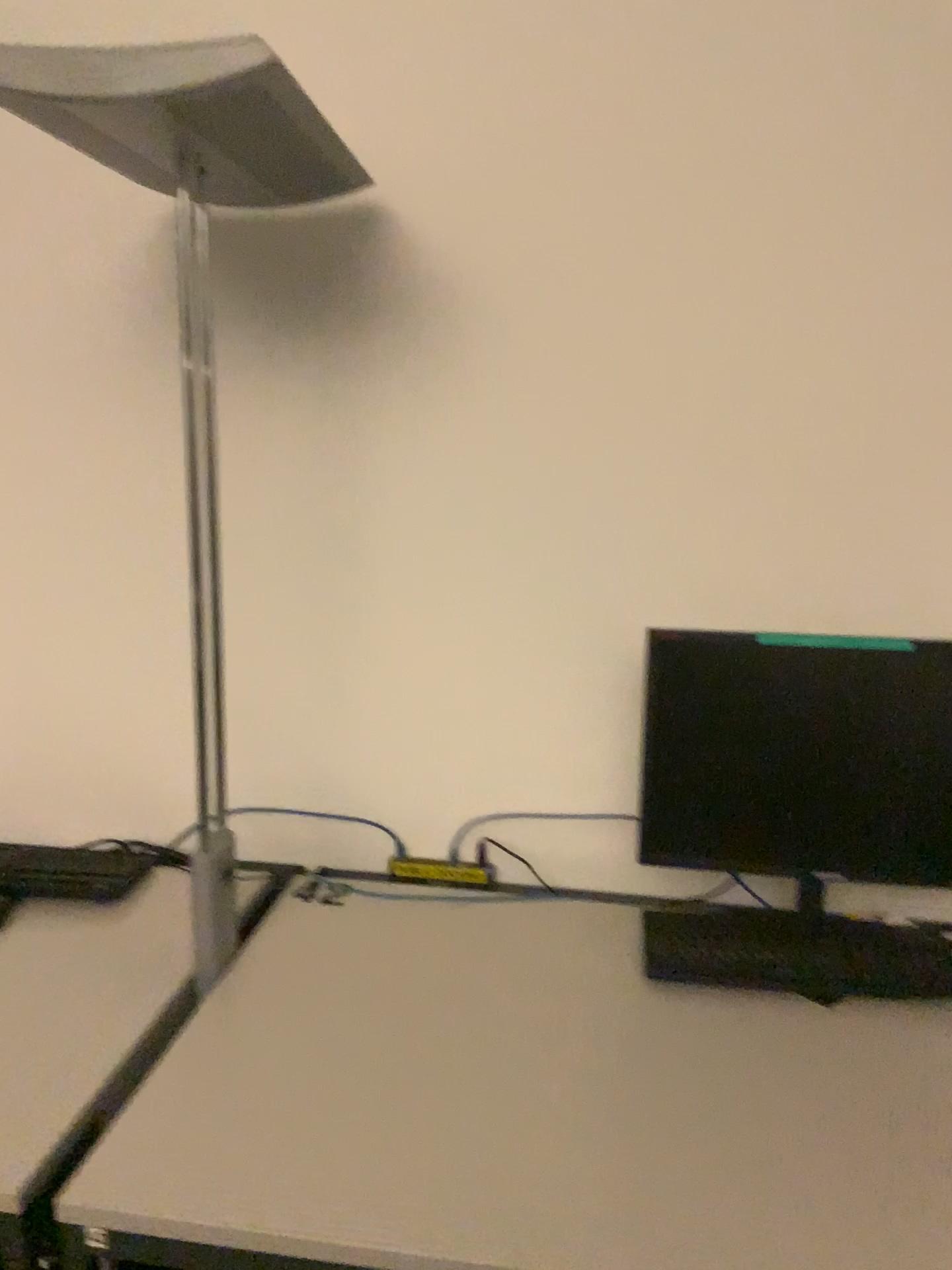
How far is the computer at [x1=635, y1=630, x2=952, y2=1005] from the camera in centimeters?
152cm

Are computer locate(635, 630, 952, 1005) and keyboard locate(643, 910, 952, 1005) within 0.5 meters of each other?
yes

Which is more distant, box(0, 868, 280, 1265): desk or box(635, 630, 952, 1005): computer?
box(635, 630, 952, 1005): computer

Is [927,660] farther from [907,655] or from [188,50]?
[188,50]

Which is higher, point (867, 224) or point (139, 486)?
point (867, 224)

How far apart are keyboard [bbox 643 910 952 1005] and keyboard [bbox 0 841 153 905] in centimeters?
88cm

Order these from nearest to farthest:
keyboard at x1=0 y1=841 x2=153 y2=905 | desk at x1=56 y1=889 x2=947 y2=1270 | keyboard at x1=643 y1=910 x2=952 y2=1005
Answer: desk at x1=56 y1=889 x2=947 y2=1270, keyboard at x1=643 y1=910 x2=952 y2=1005, keyboard at x1=0 y1=841 x2=153 y2=905

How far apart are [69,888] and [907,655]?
1.4 meters

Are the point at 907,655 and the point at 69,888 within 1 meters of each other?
no

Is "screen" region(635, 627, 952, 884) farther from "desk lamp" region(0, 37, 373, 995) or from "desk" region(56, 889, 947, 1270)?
"desk lamp" region(0, 37, 373, 995)
